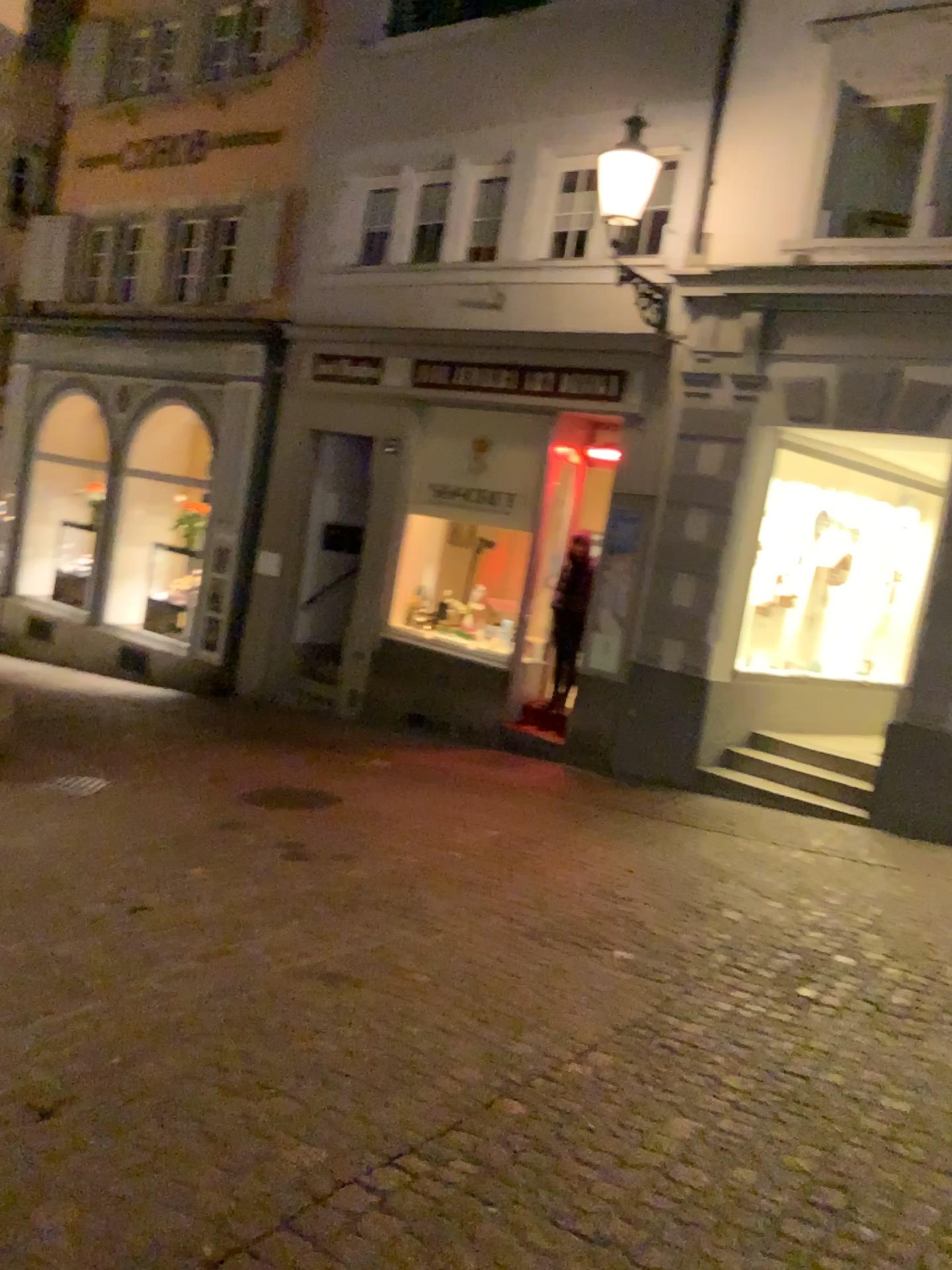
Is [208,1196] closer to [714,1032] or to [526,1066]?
[526,1066]
